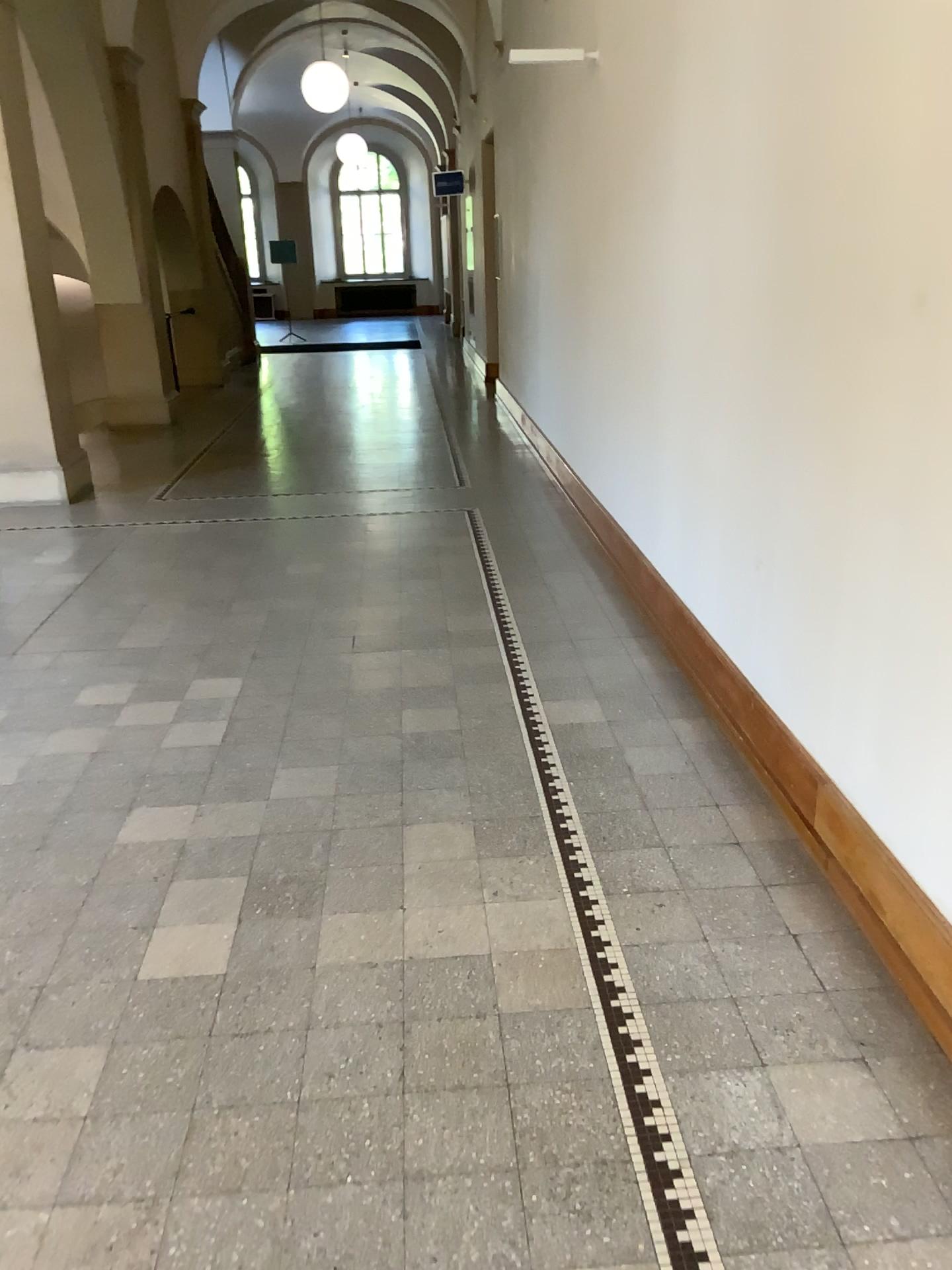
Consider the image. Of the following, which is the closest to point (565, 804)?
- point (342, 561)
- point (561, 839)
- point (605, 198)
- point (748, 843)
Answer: point (561, 839)
